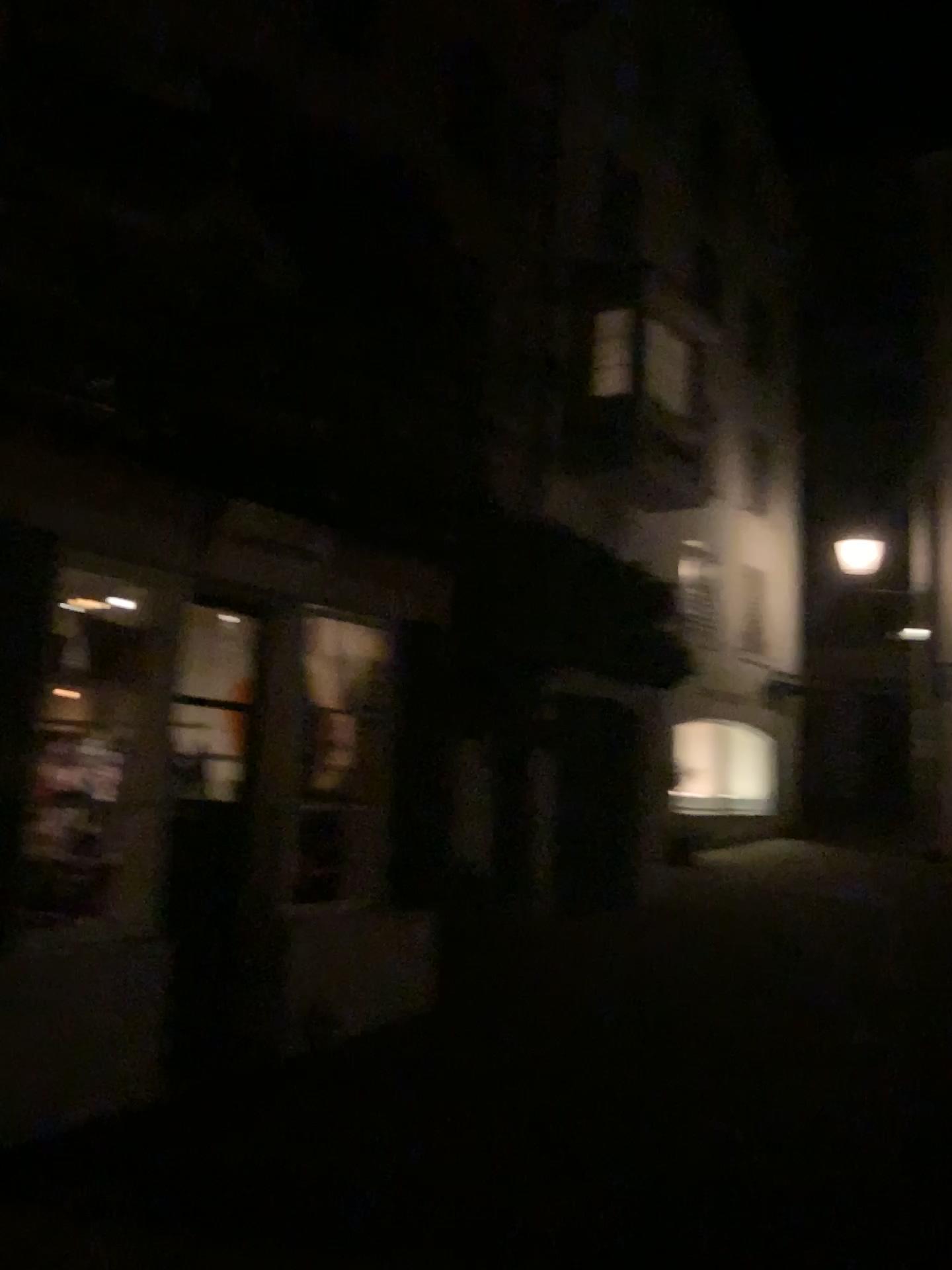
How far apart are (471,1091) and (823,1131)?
1.6m
